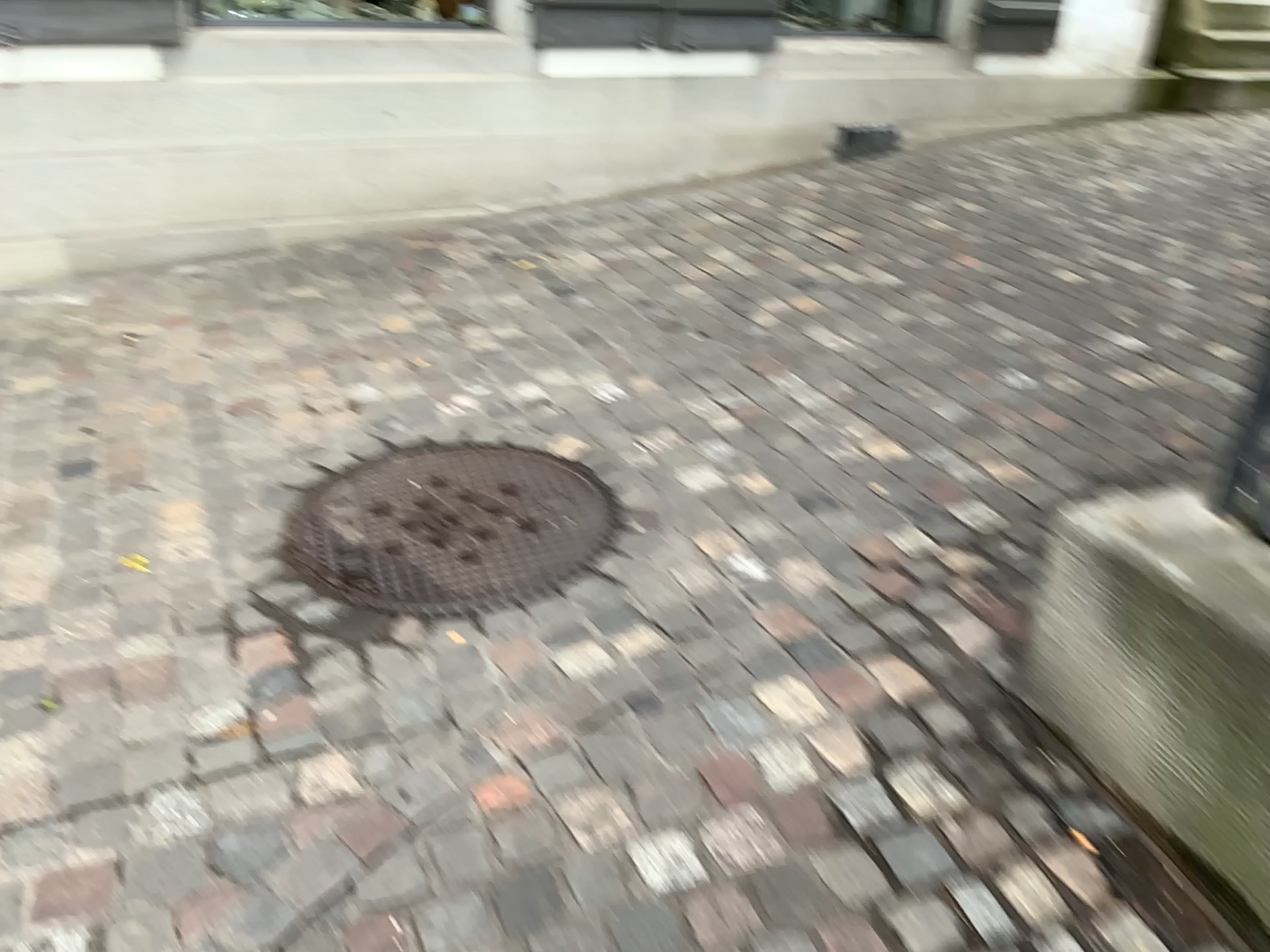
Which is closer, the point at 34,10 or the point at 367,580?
the point at 367,580

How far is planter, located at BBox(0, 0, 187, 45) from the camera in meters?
3.3

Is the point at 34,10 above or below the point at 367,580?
above

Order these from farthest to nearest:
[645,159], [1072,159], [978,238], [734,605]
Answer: [1072,159], [645,159], [978,238], [734,605]

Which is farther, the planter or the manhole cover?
the planter

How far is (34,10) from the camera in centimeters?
334cm

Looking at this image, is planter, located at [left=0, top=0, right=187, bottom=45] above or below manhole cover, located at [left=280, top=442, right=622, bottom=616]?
above
